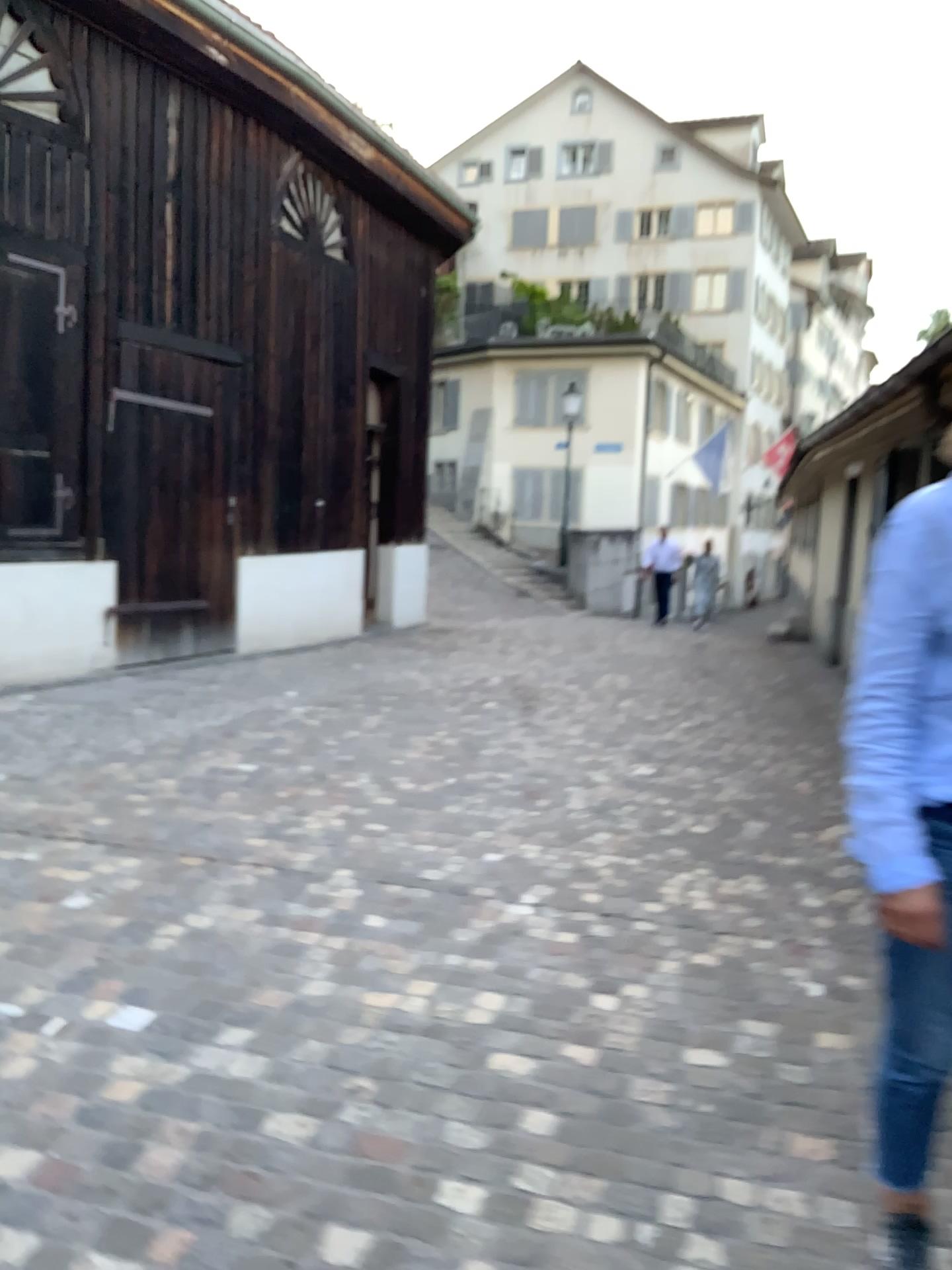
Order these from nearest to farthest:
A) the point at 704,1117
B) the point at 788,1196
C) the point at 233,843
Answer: the point at 788,1196 → the point at 704,1117 → the point at 233,843
